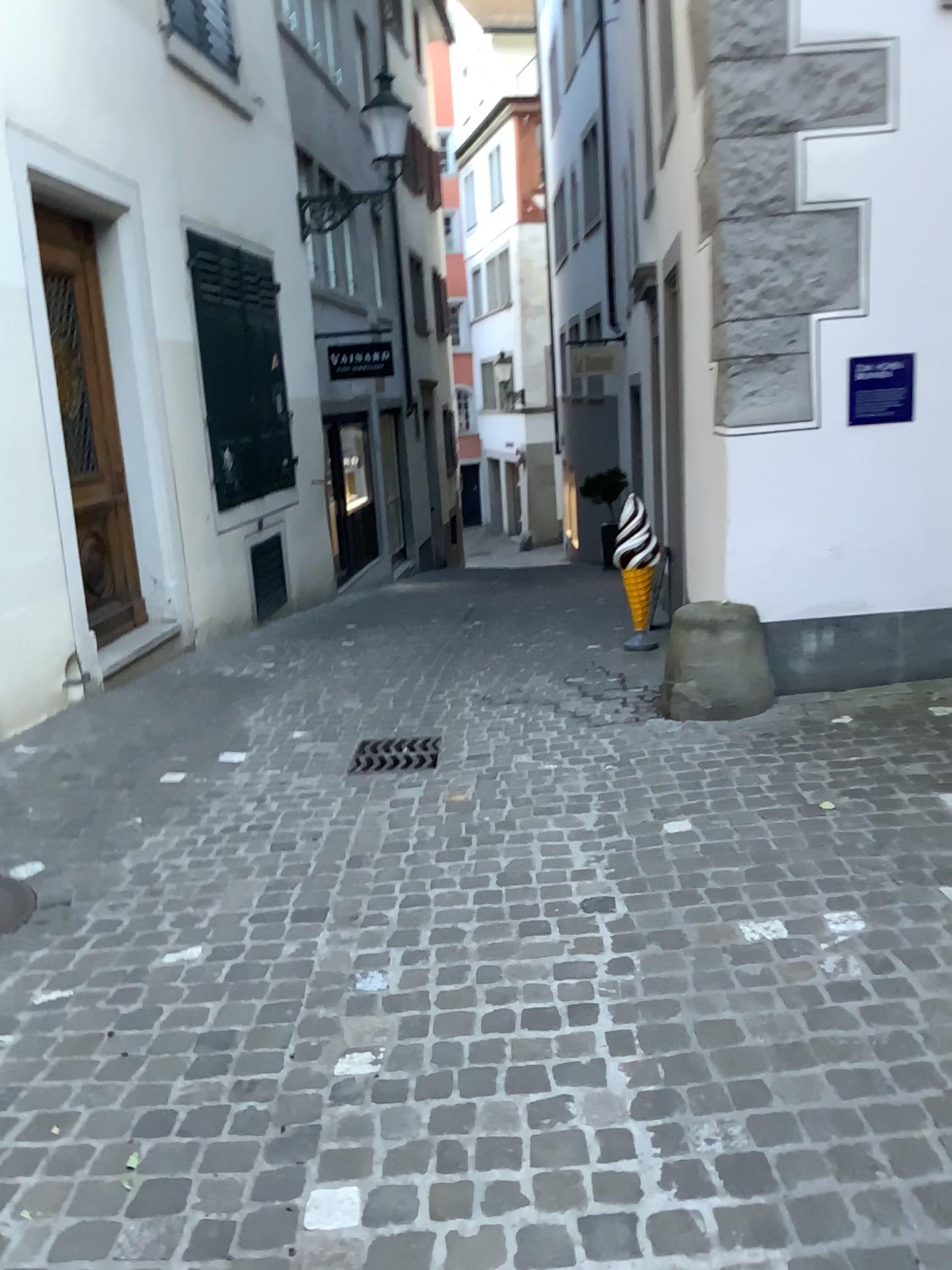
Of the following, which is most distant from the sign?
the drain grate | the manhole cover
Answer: the manhole cover

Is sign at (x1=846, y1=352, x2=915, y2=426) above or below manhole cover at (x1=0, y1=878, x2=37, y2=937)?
above

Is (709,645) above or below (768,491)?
below

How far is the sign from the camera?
4.4m

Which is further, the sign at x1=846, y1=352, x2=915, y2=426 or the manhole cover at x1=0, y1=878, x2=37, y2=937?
the sign at x1=846, y1=352, x2=915, y2=426

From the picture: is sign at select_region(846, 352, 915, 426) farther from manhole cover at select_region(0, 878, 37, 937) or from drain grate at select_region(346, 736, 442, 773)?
manhole cover at select_region(0, 878, 37, 937)

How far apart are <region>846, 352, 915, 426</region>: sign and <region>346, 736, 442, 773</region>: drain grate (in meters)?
2.29

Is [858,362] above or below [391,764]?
above

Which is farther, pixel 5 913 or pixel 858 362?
pixel 858 362

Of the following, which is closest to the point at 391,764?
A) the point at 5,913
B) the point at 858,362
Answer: the point at 5,913
